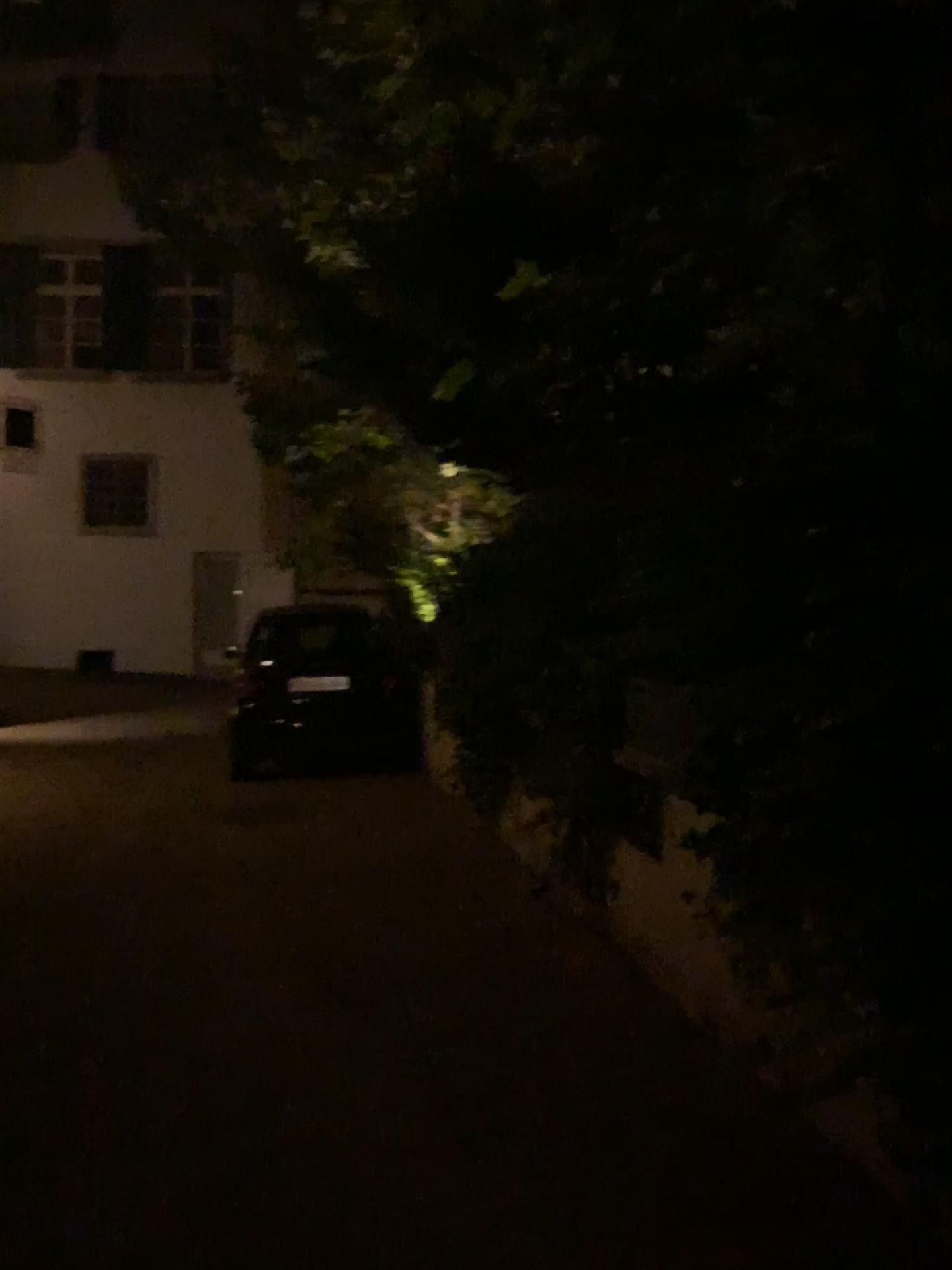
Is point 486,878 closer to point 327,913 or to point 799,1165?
point 327,913
